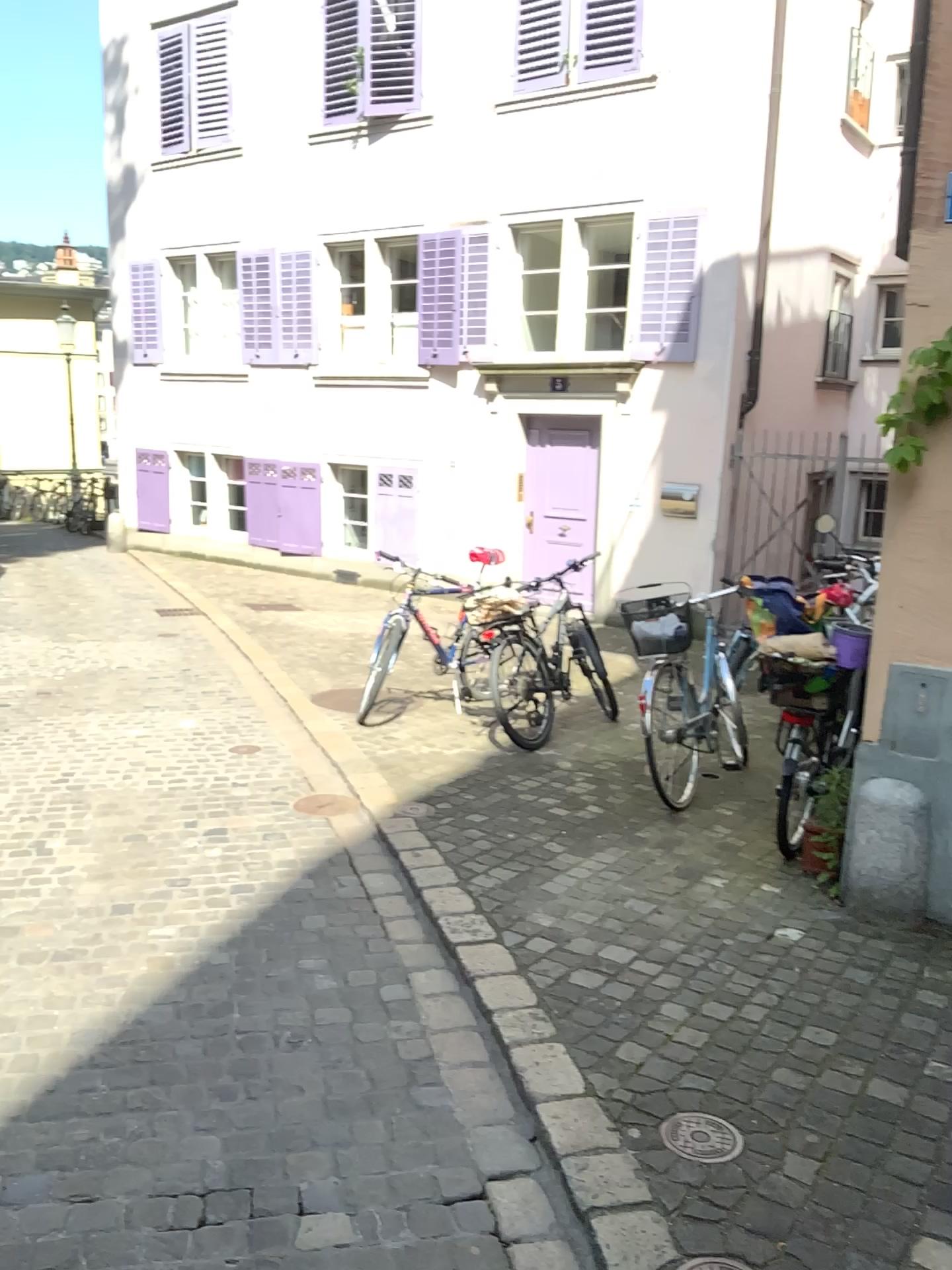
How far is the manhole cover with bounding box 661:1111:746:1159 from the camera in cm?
240

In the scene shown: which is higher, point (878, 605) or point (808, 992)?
point (878, 605)

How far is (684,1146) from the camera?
2.4 meters
